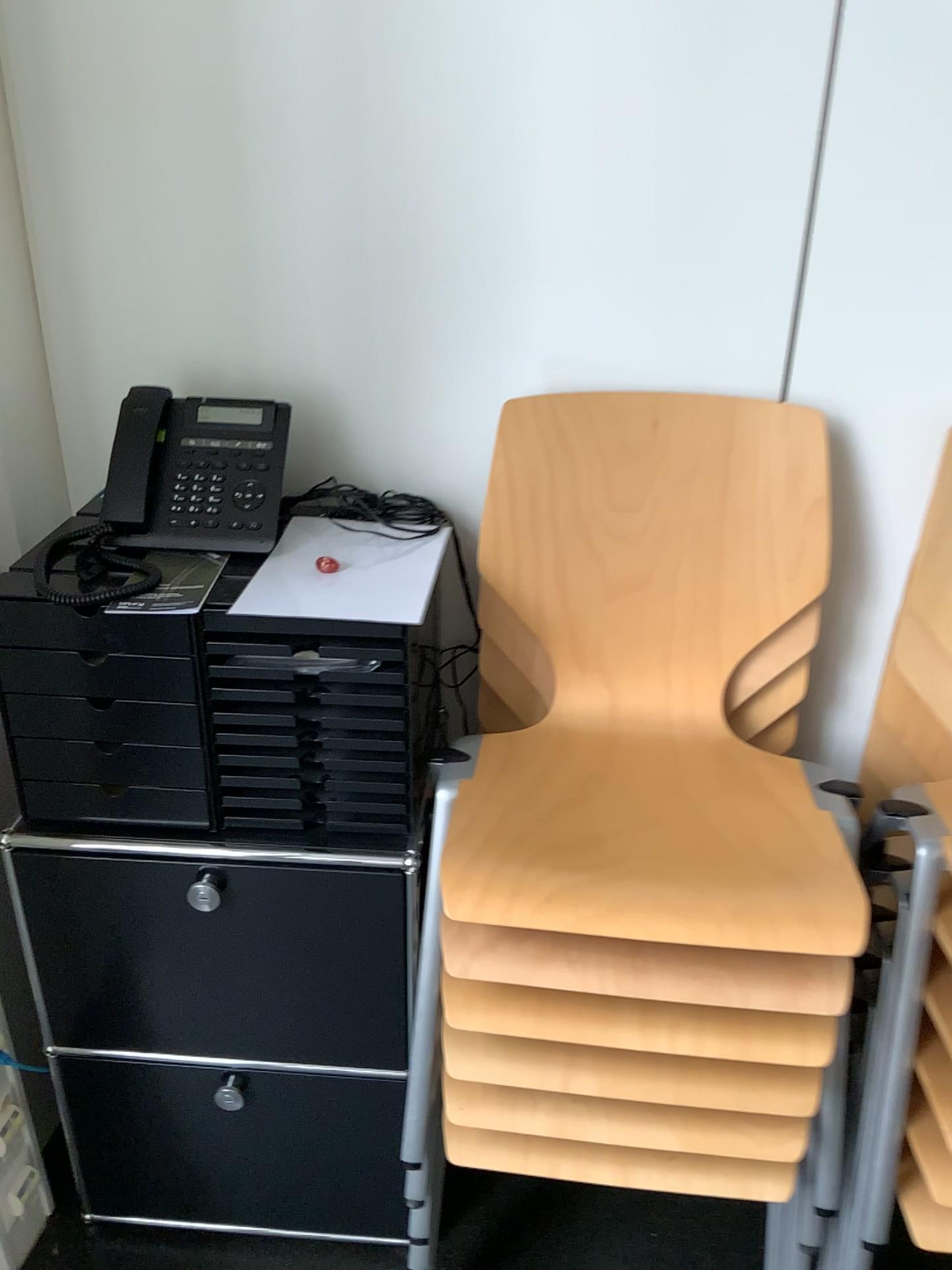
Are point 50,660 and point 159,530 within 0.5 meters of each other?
yes

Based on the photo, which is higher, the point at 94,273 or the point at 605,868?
the point at 94,273

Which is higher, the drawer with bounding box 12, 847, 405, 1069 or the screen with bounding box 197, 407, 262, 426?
the screen with bounding box 197, 407, 262, 426

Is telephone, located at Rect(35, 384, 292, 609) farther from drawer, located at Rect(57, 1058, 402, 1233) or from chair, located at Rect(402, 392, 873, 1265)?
drawer, located at Rect(57, 1058, 402, 1233)

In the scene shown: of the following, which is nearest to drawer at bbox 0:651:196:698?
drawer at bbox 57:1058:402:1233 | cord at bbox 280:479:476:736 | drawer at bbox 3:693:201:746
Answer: drawer at bbox 3:693:201:746

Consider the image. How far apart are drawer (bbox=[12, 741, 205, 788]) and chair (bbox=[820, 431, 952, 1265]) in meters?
0.8

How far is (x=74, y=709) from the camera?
1.3m

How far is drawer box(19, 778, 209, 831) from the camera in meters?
1.3

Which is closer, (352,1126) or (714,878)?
(714,878)

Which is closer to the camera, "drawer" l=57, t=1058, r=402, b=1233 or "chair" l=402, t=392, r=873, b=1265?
"chair" l=402, t=392, r=873, b=1265
